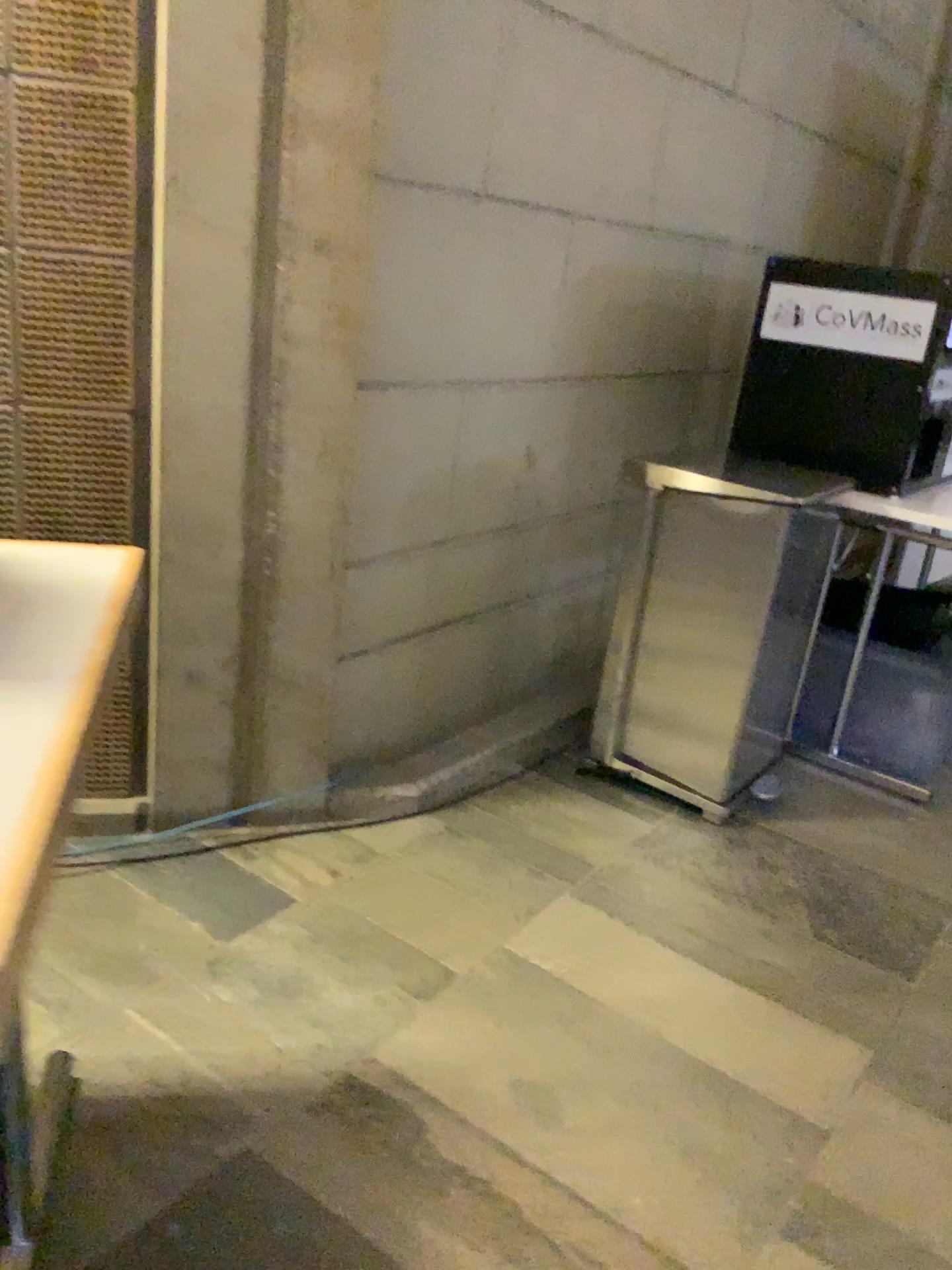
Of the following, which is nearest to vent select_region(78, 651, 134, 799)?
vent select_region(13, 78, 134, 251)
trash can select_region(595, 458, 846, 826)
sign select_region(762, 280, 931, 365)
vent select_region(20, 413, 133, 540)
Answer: vent select_region(20, 413, 133, 540)

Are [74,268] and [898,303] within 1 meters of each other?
no

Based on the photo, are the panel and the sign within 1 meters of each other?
no

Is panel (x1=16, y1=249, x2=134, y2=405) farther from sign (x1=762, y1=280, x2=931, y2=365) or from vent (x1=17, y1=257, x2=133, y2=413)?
sign (x1=762, y1=280, x2=931, y2=365)

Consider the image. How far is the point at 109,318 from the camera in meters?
1.8 m

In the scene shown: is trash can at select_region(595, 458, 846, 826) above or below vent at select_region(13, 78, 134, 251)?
below

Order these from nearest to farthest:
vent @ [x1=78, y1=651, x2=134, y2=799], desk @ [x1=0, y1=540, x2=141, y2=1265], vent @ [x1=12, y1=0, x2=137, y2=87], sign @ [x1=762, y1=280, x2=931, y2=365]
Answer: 1. desk @ [x1=0, y1=540, x2=141, y2=1265]
2. vent @ [x1=12, y1=0, x2=137, y2=87]
3. vent @ [x1=78, y1=651, x2=134, y2=799]
4. sign @ [x1=762, y1=280, x2=931, y2=365]

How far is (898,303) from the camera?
2.45m

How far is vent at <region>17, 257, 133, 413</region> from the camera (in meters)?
1.73

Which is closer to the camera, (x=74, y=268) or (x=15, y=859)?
(x=15, y=859)
